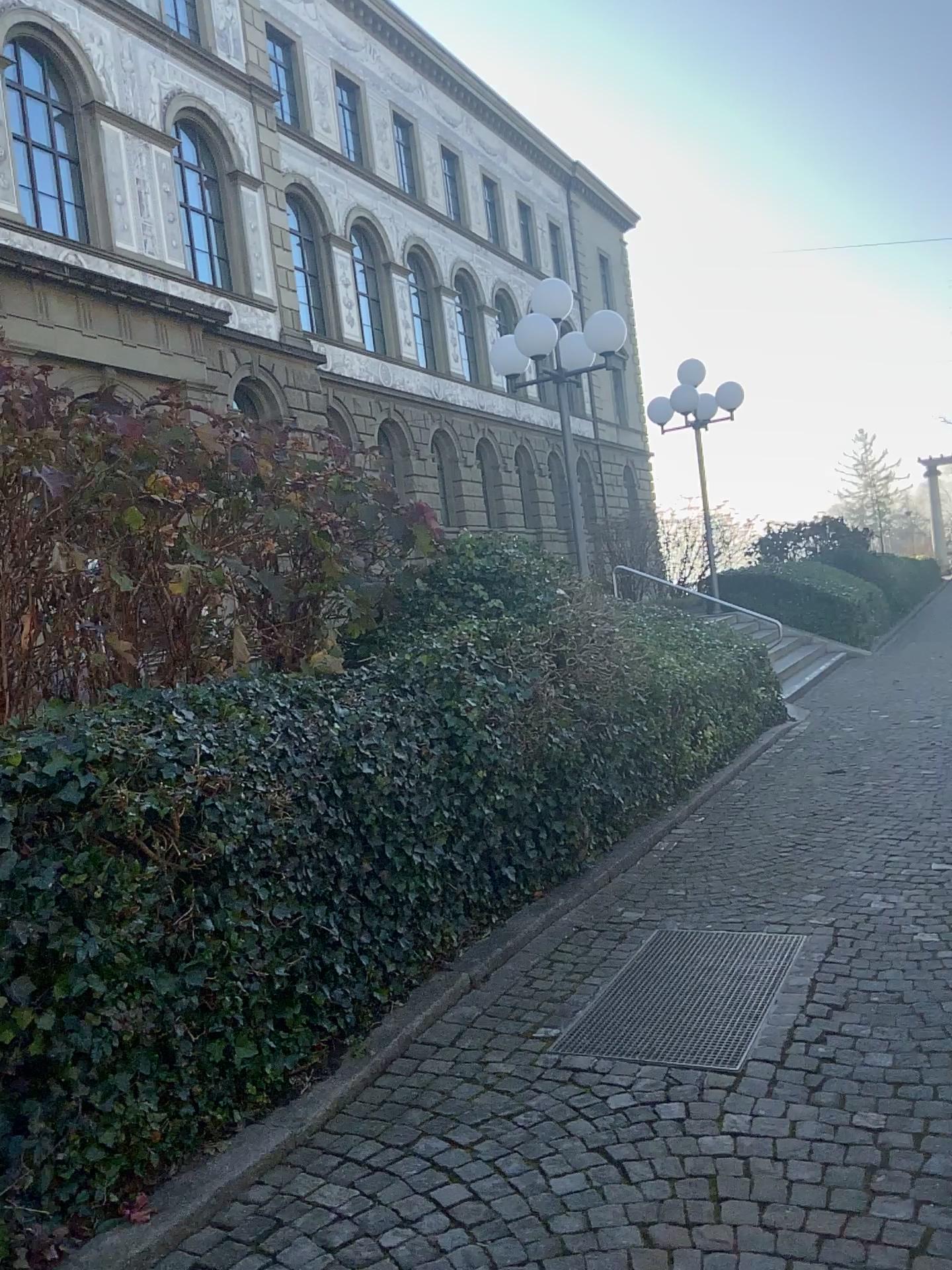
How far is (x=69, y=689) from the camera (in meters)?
4.18
